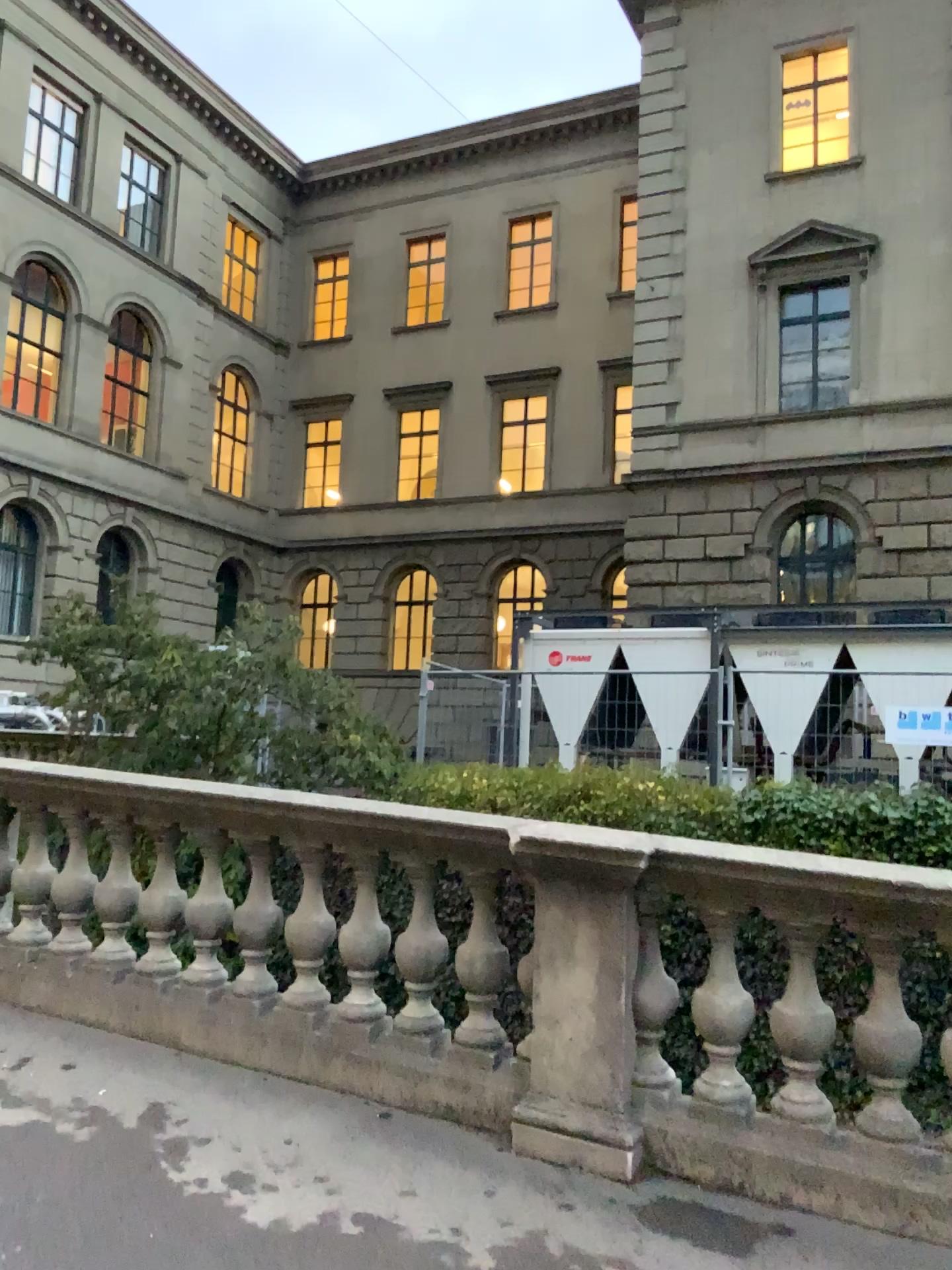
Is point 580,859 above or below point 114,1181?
above
